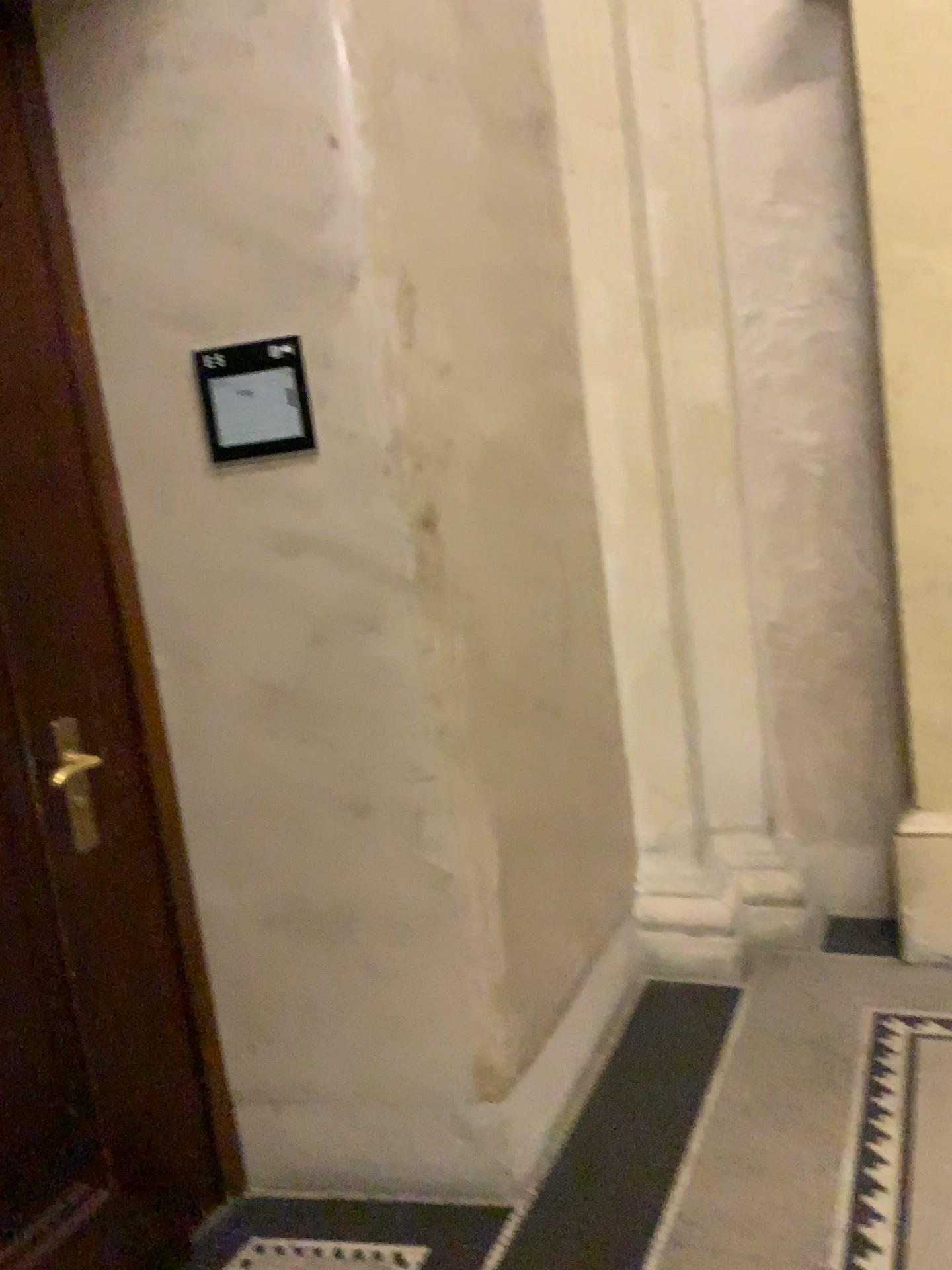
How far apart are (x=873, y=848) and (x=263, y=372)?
2.19m

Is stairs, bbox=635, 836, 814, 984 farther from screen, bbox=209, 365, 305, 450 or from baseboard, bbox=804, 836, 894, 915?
screen, bbox=209, 365, 305, 450

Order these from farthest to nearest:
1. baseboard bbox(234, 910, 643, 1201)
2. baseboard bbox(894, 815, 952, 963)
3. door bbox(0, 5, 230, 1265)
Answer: baseboard bbox(894, 815, 952, 963) → baseboard bbox(234, 910, 643, 1201) → door bbox(0, 5, 230, 1265)

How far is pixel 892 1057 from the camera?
2.3 meters

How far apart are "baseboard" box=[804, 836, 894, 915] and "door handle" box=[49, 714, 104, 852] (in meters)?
2.13

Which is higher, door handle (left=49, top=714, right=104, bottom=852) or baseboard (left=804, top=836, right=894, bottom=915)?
door handle (left=49, top=714, right=104, bottom=852)

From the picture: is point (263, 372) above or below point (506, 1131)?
above

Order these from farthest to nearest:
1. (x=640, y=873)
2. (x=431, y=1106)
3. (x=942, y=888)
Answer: (x=640, y=873), (x=942, y=888), (x=431, y=1106)

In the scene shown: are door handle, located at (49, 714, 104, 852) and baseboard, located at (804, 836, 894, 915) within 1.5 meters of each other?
no

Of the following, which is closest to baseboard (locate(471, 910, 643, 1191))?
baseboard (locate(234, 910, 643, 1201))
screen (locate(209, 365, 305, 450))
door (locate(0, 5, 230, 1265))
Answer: baseboard (locate(234, 910, 643, 1201))
